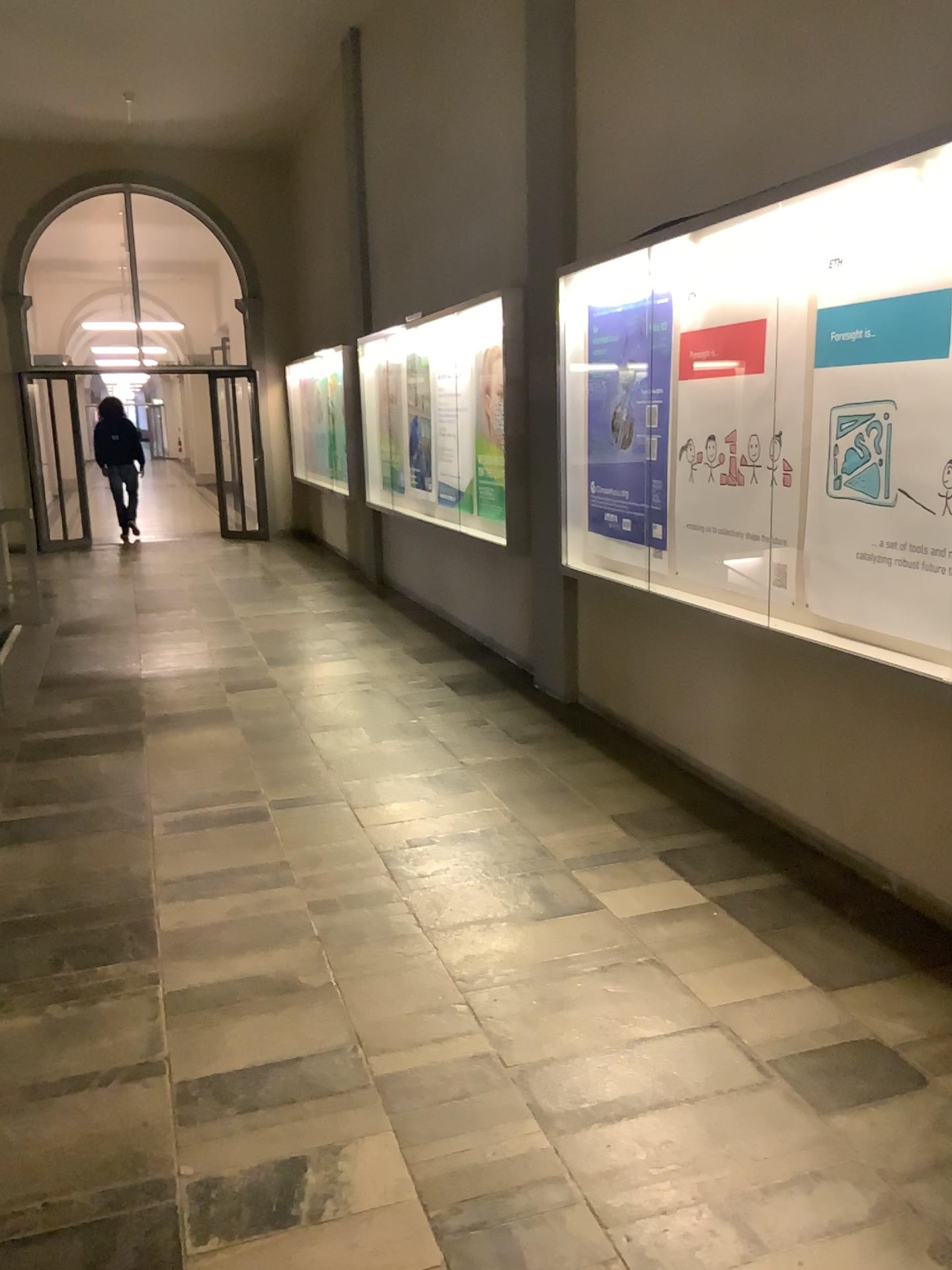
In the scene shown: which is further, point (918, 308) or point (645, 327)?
point (645, 327)

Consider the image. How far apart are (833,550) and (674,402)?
1.2 meters

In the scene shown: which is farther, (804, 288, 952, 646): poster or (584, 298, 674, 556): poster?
Result: (584, 298, 674, 556): poster

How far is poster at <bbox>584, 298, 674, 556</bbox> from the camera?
4.48m

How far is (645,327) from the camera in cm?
448
